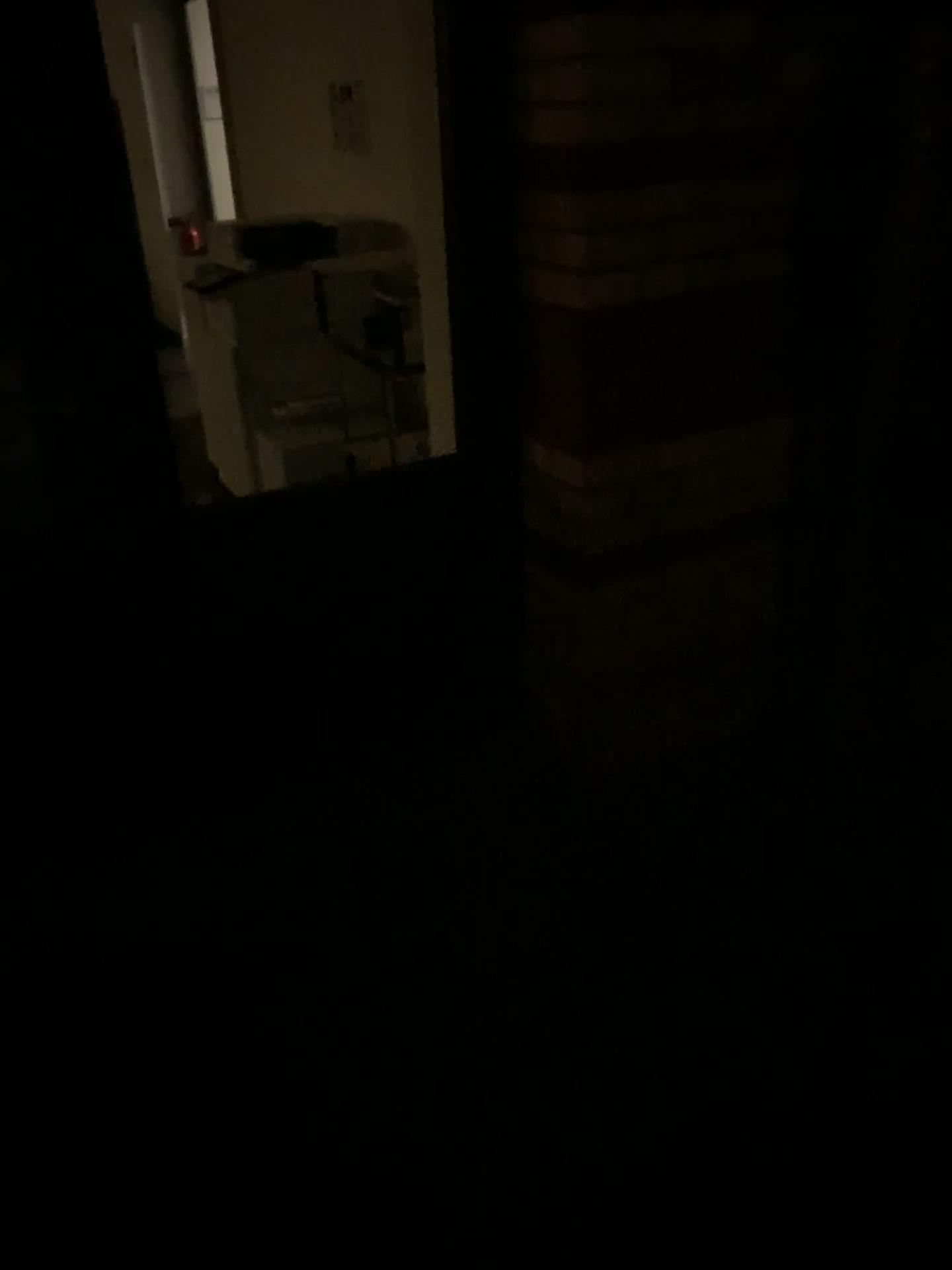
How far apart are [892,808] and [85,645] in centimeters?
172cm
